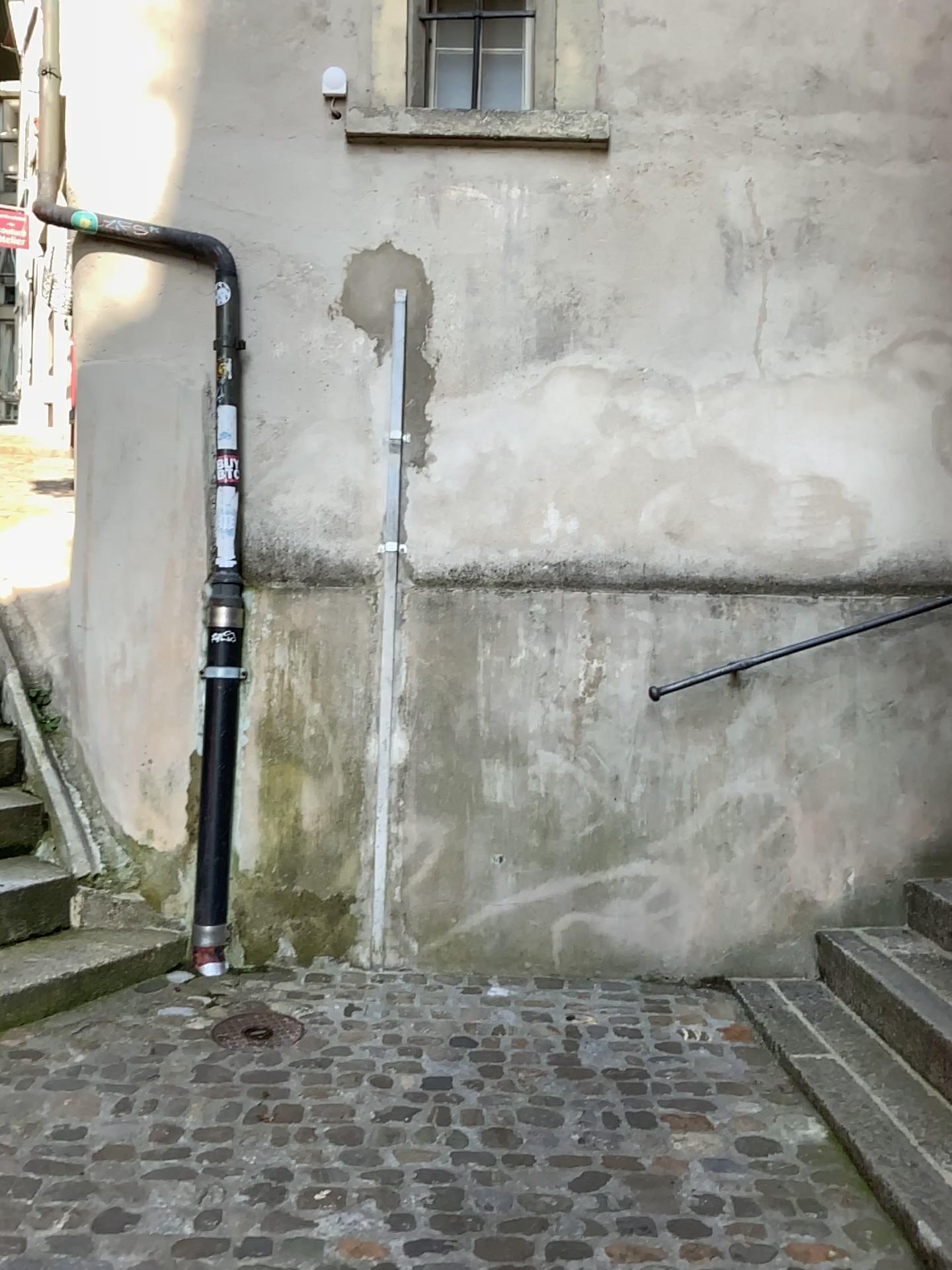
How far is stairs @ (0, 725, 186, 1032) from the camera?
3.07m

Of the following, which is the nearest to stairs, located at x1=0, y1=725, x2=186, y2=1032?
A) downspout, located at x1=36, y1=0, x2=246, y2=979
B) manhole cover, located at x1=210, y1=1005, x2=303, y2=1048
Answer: downspout, located at x1=36, y1=0, x2=246, y2=979

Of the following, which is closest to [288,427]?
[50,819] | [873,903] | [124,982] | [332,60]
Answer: [332,60]

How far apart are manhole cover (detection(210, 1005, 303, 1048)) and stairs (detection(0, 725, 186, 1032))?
0.44m

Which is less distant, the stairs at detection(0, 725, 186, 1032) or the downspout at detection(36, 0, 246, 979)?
the stairs at detection(0, 725, 186, 1032)

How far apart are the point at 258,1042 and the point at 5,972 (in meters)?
0.80

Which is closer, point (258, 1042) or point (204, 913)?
point (258, 1042)

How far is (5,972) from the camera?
3.1 meters

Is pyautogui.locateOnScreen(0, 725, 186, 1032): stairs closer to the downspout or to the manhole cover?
the downspout
